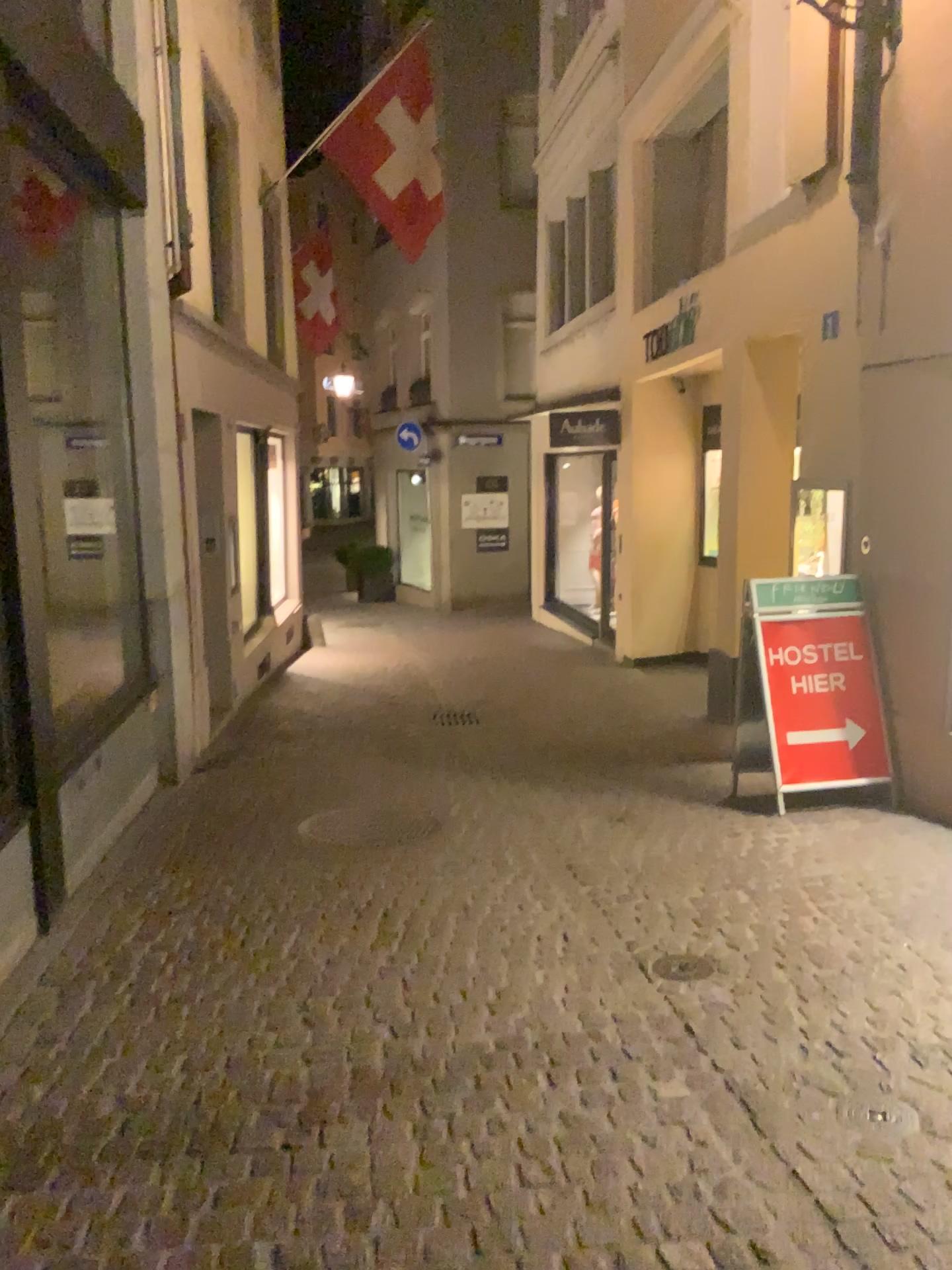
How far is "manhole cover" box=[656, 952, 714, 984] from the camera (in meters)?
3.52

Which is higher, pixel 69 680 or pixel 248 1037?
pixel 69 680

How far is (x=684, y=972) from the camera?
3.5m
